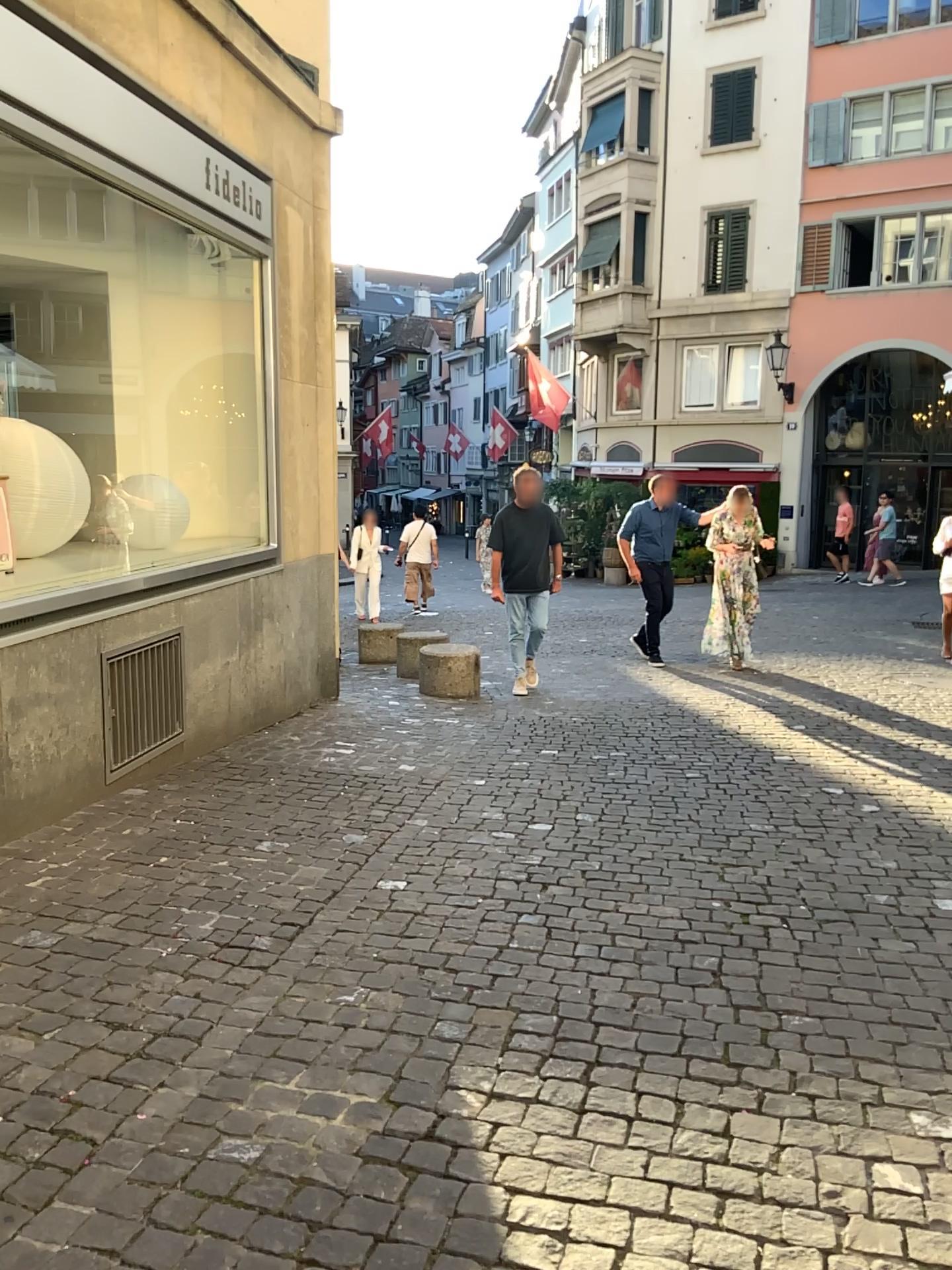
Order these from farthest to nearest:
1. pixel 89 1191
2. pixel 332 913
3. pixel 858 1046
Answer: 1. pixel 332 913
2. pixel 858 1046
3. pixel 89 1191
